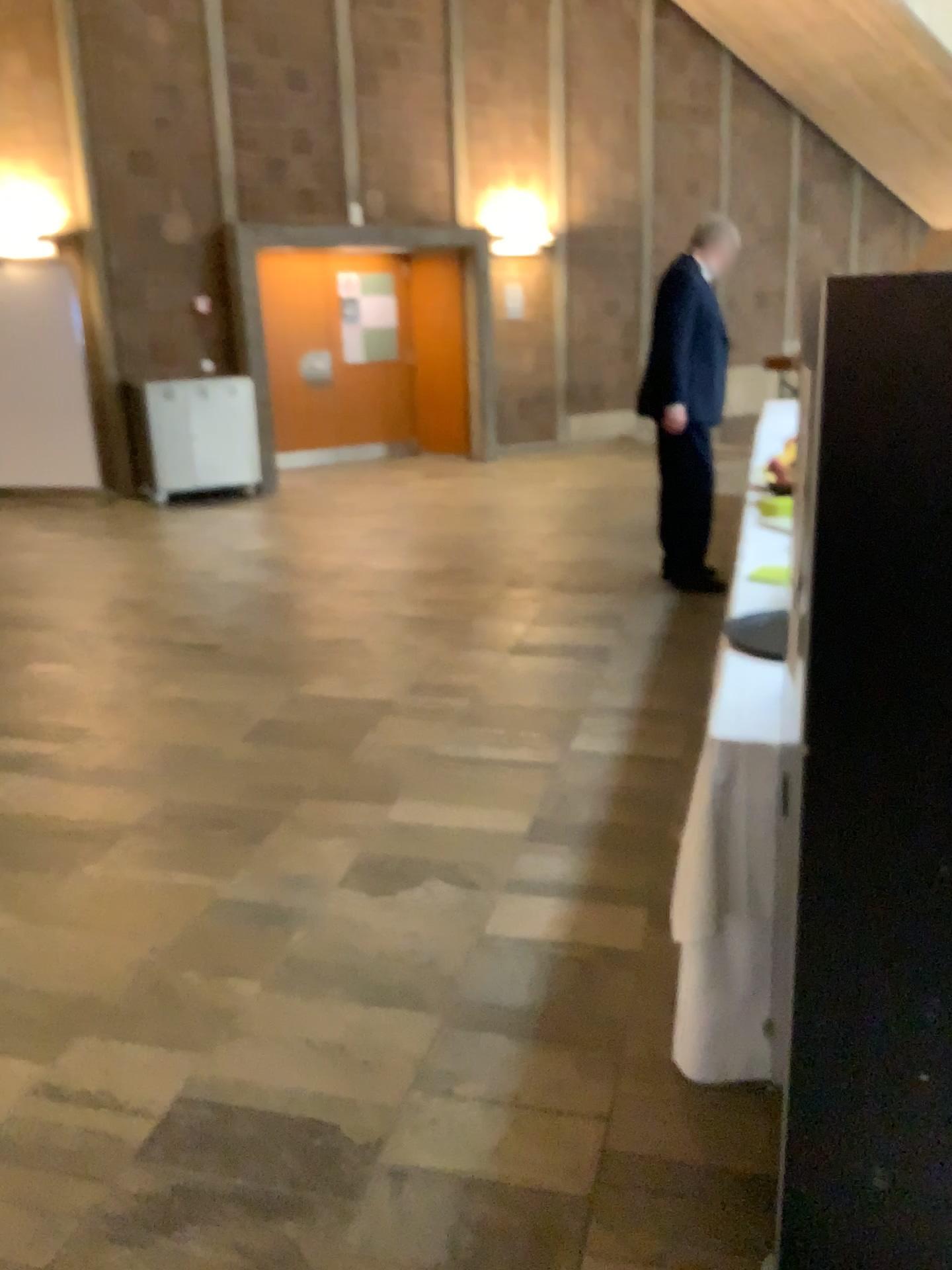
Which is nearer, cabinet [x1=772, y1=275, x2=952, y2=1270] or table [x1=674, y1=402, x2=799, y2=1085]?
cabinet [x1=772, y1=275, x2=952, y2=1270]

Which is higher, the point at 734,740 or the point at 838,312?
the point at 838,312

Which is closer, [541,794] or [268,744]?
[541,794]

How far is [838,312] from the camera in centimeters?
114cm

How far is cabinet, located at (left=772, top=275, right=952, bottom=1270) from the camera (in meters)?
1.14

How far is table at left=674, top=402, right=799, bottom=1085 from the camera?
2.0m

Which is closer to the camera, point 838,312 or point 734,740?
point 838,312

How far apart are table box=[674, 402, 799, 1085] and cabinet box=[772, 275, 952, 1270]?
0.4 meters
